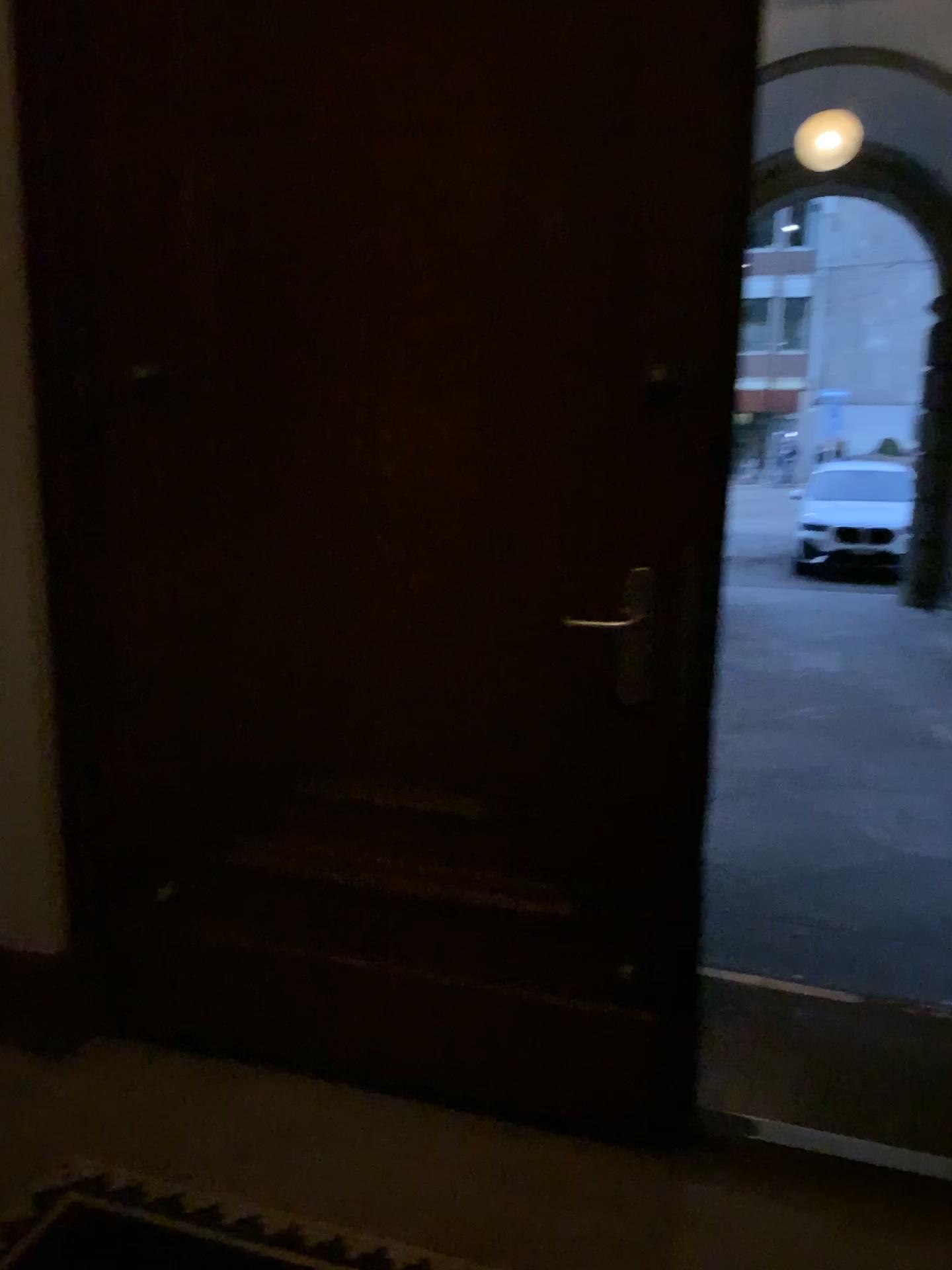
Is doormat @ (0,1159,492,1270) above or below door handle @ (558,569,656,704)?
below

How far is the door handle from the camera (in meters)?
1.82

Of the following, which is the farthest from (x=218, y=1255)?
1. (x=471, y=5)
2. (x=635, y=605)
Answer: (x=471, y=5)

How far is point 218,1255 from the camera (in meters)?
1.74

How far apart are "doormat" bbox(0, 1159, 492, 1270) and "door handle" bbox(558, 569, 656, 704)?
1.00m

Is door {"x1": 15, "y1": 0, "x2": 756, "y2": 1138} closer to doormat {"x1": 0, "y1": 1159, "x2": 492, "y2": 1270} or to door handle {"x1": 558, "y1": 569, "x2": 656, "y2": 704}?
door handle {"x1": 558, "y1": 569, "x2": 656, "y2": 704}

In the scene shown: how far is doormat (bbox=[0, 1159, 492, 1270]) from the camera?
1.7 meters

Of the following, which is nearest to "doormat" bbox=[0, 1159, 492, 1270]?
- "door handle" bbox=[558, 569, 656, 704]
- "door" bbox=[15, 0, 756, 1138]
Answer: "door" bbox=[15, 0, 756, 1138]

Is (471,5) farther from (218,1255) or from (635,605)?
(218,1255)

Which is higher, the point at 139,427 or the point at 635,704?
the point at 139,427
